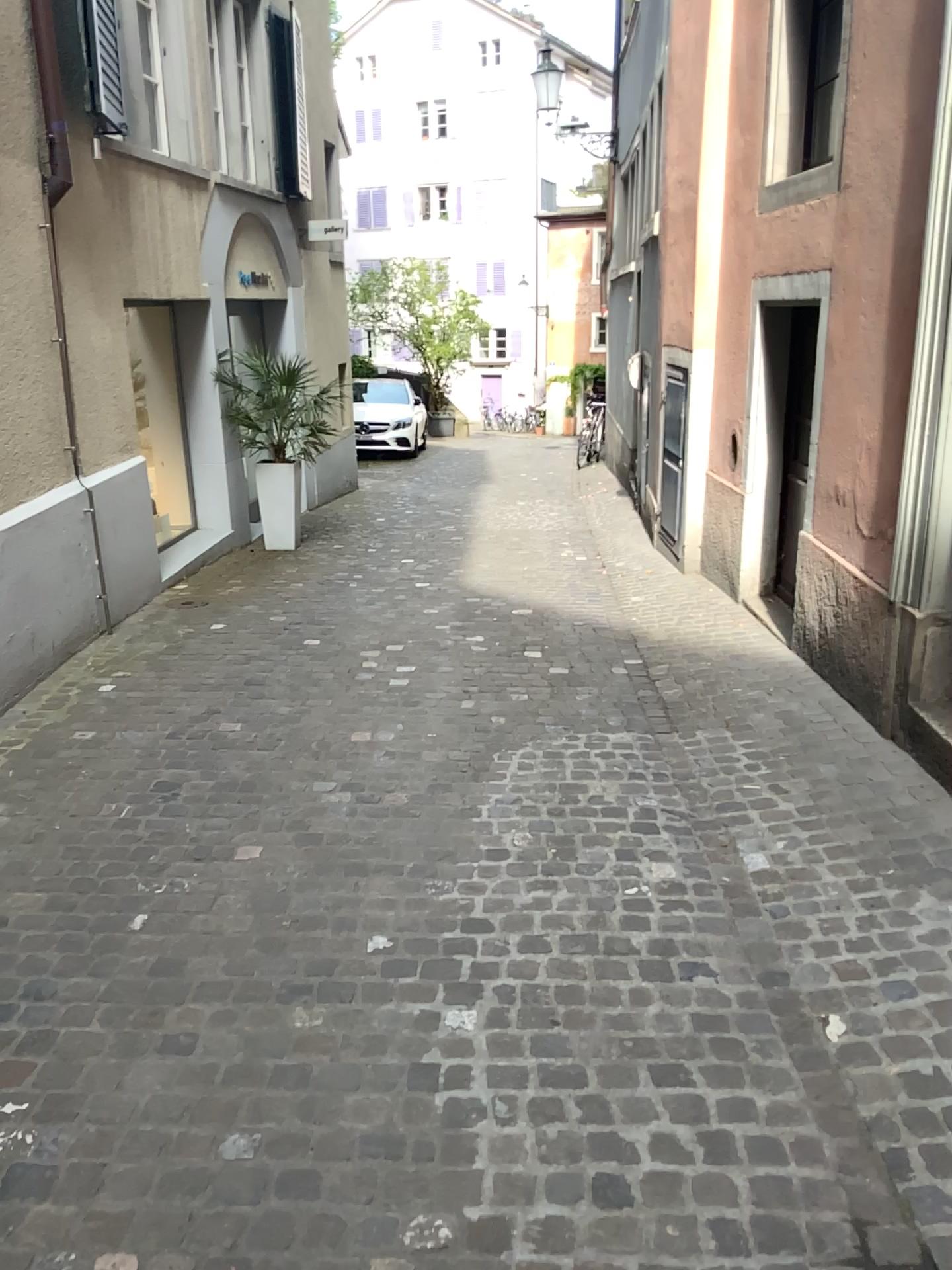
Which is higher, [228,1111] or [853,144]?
[853,144]
